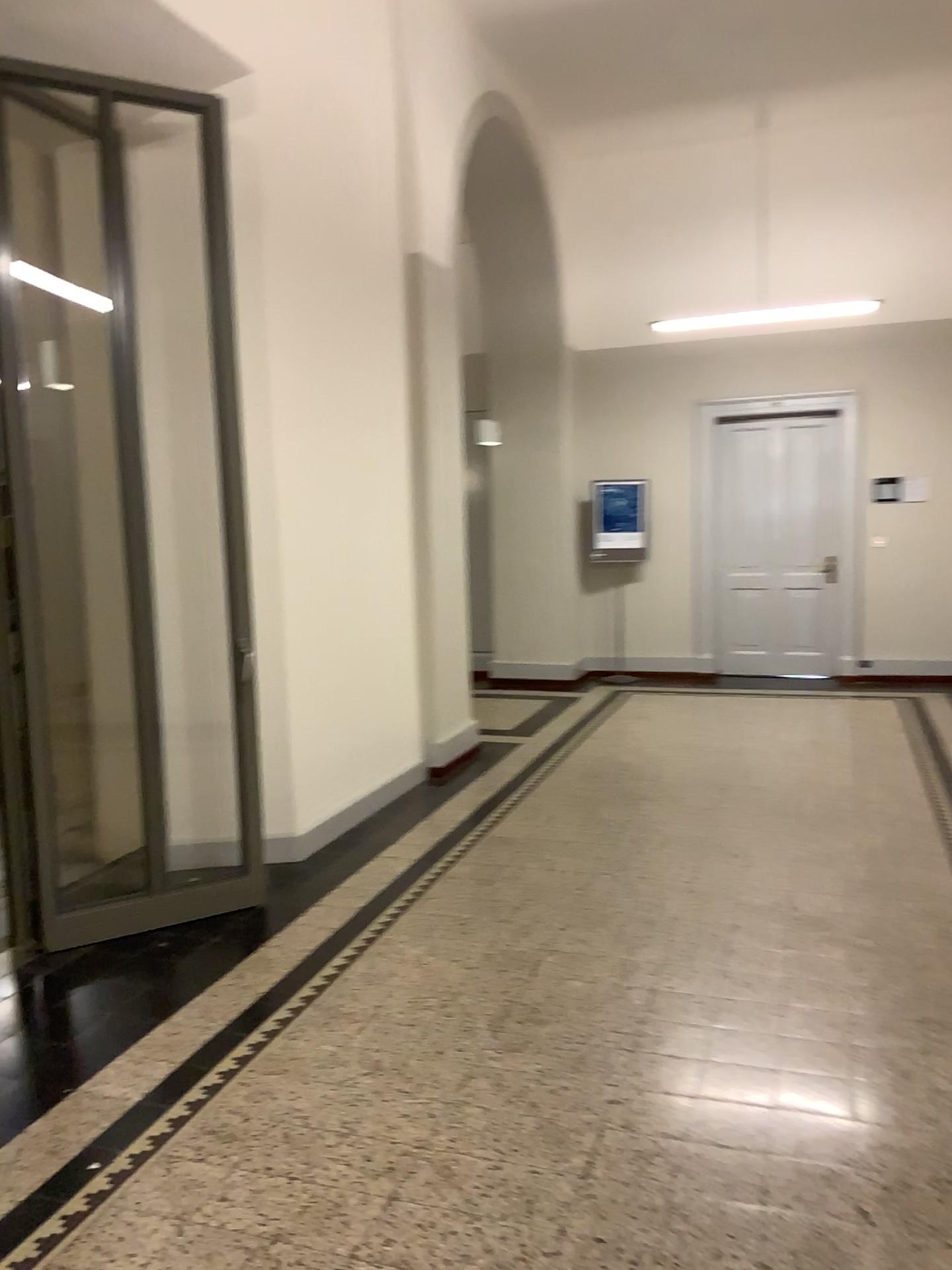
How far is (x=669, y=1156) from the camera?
2.5 meters
